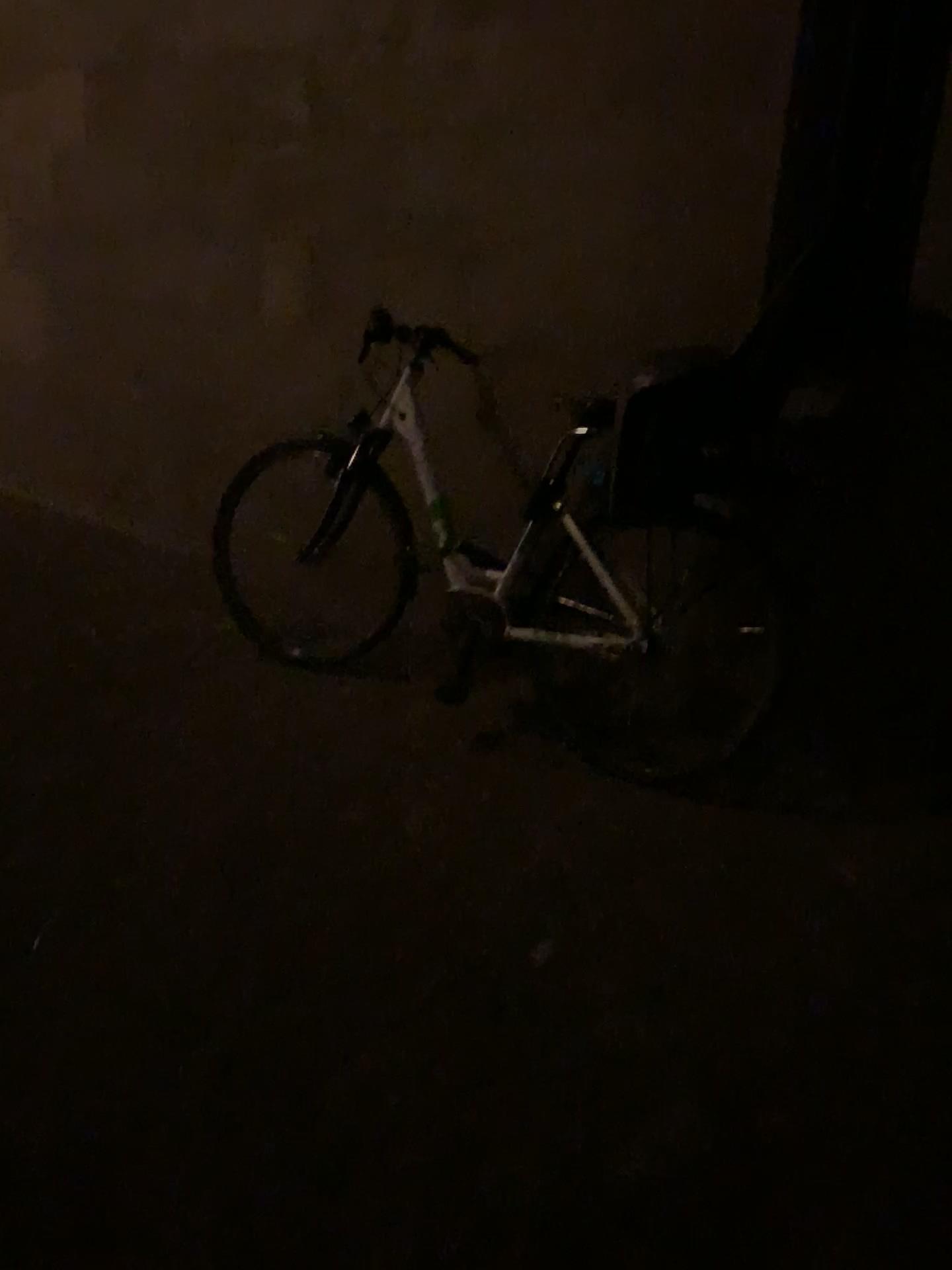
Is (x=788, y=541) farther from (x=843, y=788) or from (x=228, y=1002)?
(x=228, y=1002)

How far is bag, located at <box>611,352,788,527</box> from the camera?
2.5m

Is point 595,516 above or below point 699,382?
below

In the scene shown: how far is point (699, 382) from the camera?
2.45m
